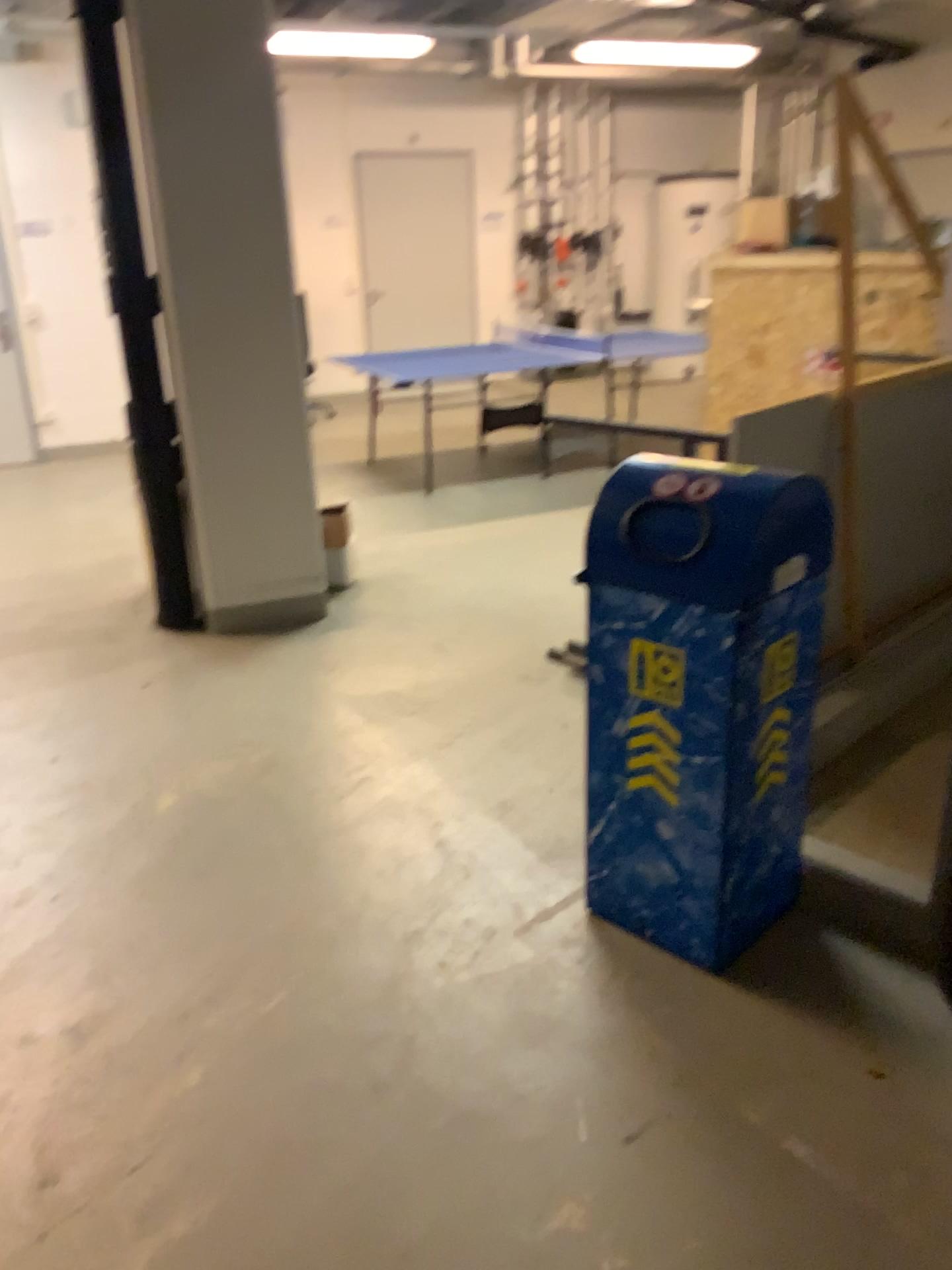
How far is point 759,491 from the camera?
2.05m

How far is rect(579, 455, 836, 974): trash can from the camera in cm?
205

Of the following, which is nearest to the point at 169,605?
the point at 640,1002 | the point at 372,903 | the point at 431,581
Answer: the point at 431,581
